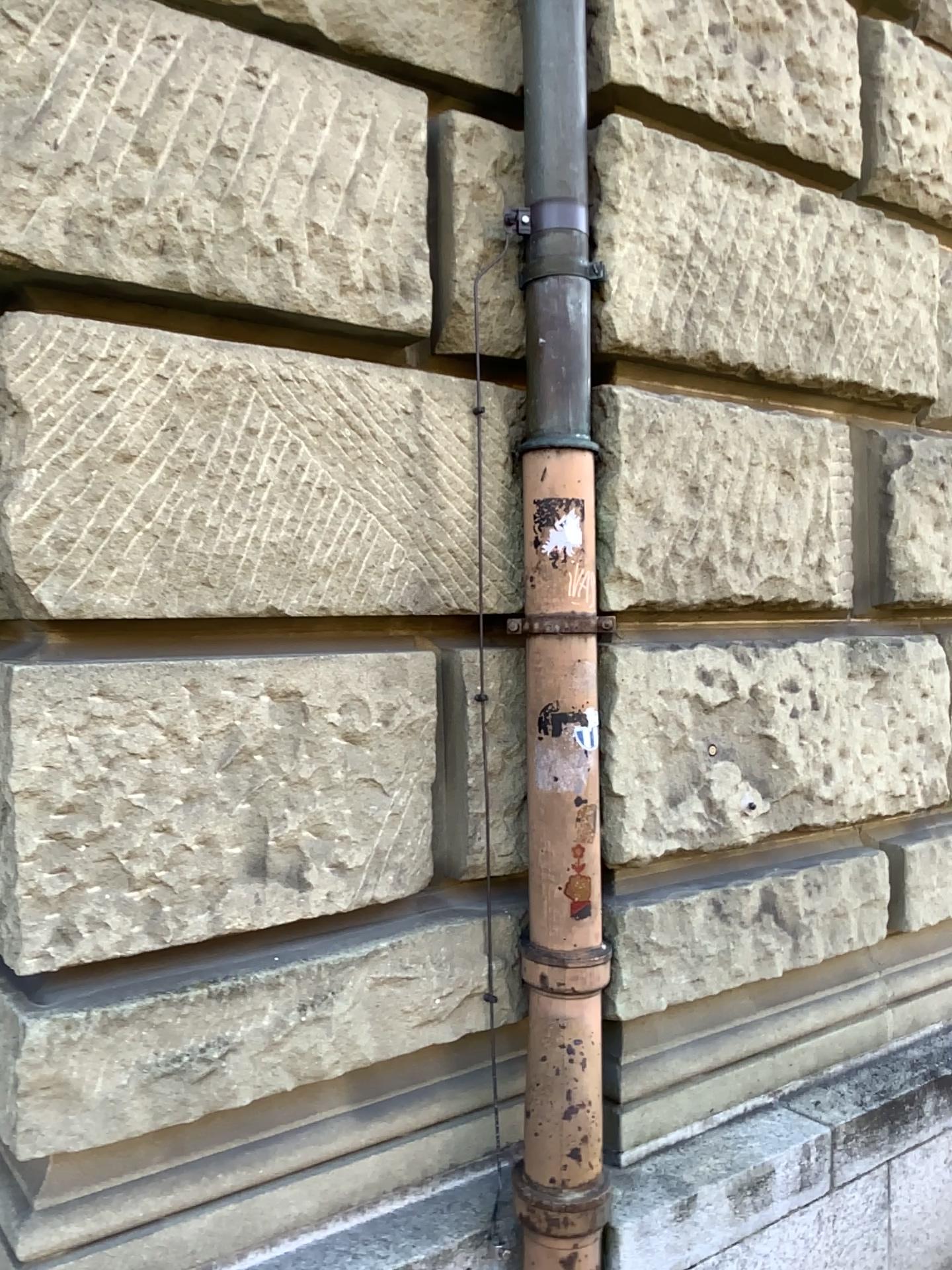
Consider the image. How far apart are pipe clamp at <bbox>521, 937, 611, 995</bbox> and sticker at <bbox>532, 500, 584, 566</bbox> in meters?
0.7

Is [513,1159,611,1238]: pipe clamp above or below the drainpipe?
below

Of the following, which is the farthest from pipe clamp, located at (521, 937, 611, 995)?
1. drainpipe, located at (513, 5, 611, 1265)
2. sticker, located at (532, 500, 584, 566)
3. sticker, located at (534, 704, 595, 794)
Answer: sticker, located at (532, 500, 584, 566)

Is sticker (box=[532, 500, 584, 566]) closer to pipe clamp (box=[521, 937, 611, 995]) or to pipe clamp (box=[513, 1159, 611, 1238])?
pipe clamp (box=[521, 937, 611, 995])

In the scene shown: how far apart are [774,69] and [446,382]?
1.1 meters

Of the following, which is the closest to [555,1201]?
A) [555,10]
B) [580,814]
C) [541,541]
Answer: [580,814]

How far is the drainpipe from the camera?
1.9m

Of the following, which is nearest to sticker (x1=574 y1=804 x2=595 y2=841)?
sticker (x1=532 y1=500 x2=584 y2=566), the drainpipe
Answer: the drainpipe

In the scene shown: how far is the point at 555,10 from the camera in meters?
1.9

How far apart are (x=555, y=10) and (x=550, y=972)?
1.74m
